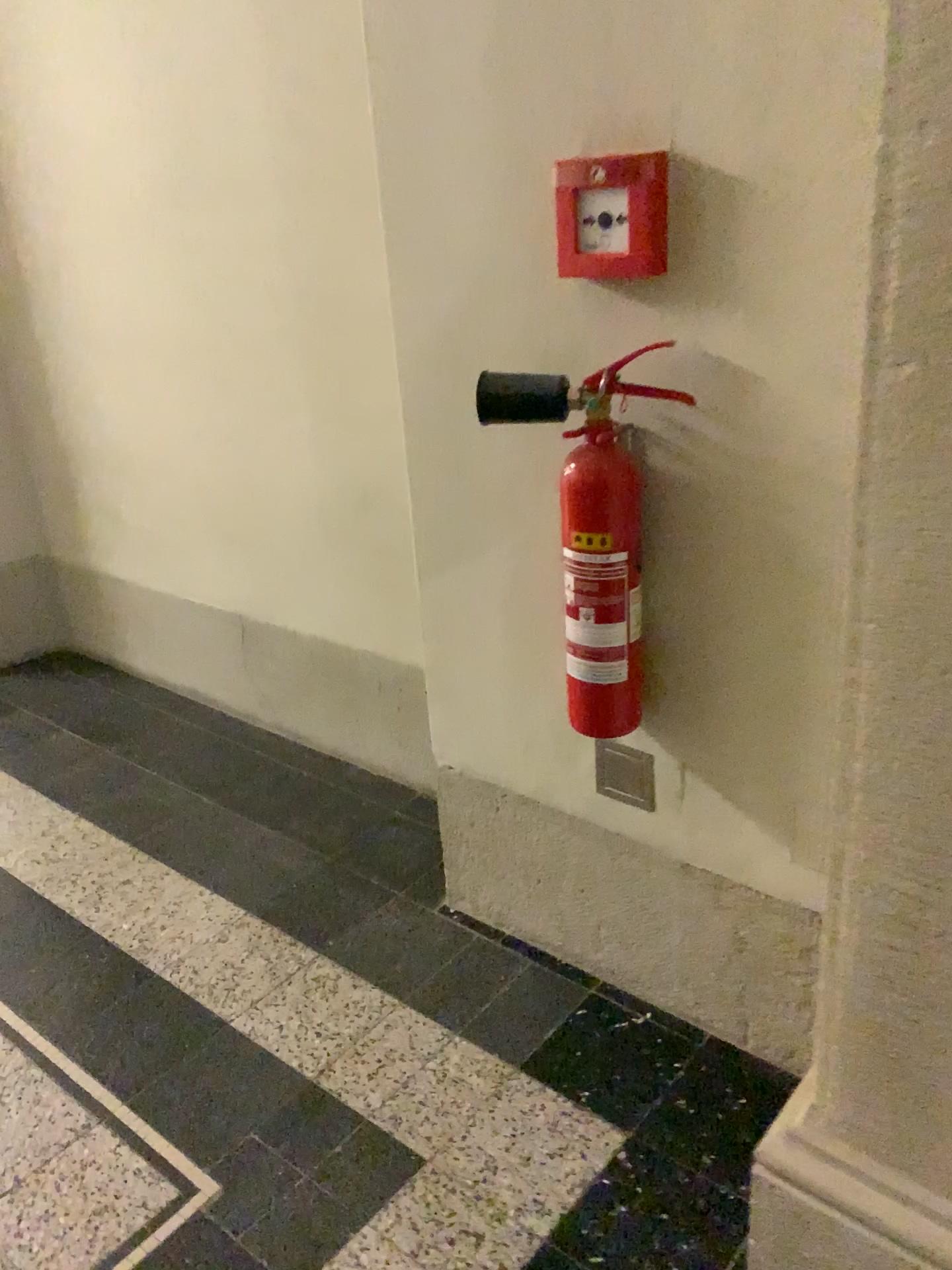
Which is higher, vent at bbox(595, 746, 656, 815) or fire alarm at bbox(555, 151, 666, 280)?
fire alarm at bbox(555, 151, 666, 280)

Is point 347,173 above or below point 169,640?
above

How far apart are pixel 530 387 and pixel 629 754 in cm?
56

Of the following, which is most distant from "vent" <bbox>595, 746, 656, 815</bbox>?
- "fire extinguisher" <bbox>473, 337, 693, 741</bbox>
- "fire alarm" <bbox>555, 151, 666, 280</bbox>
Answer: "fire alarm" <bbox>555, 151, 666, 280</bbox>

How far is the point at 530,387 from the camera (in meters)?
1.32

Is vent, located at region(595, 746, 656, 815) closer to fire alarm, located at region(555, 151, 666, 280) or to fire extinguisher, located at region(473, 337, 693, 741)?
fire extinguisher, located at region(473, 337, 693, 741)

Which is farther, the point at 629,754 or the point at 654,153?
the point at 629,754

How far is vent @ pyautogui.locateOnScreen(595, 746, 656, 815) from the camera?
1.55m

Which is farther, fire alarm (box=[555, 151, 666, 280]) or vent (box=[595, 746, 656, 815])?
vent (box=[595, 746, 656, 815])

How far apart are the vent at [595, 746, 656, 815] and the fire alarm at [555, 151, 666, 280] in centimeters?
68cm
